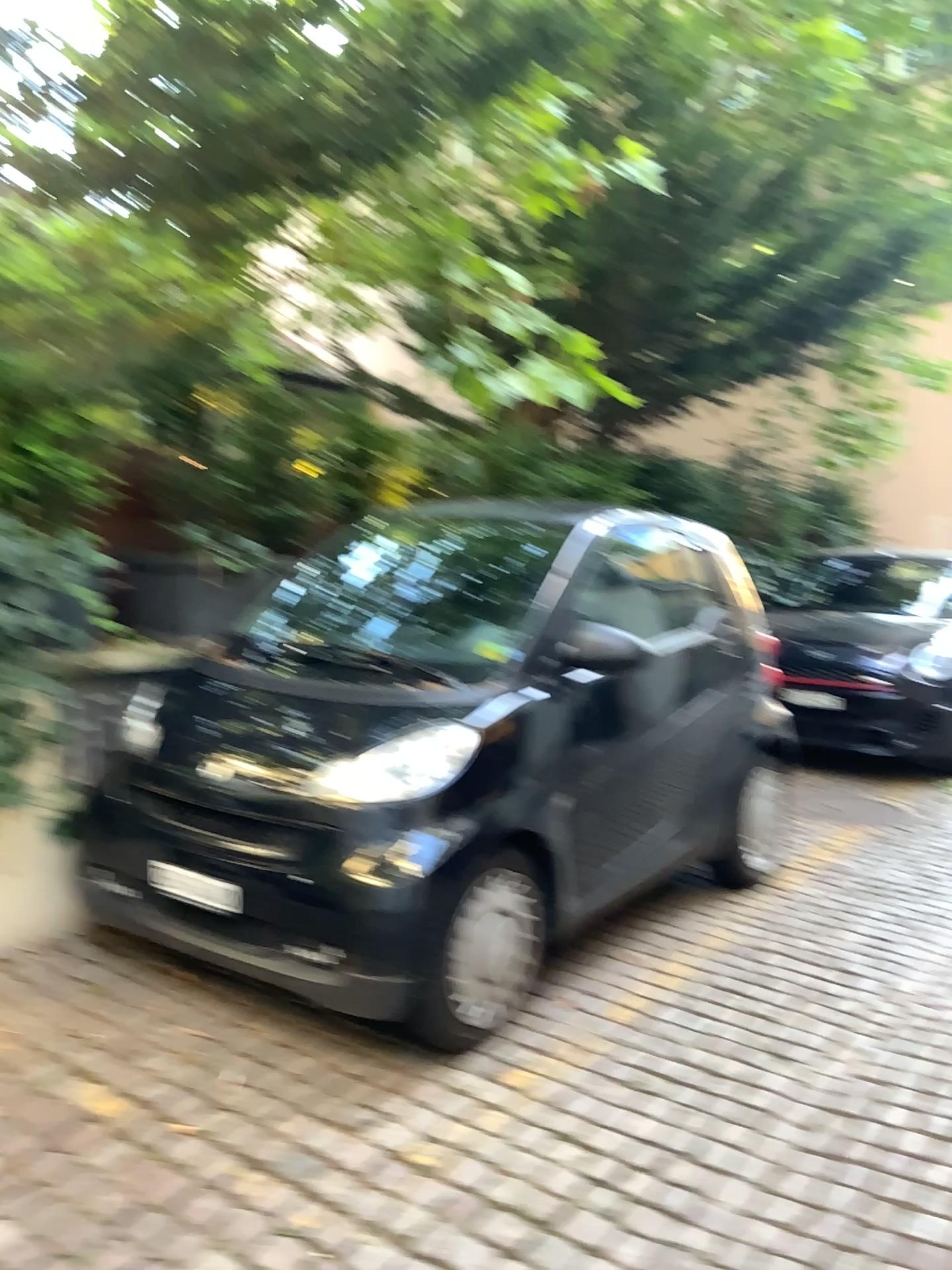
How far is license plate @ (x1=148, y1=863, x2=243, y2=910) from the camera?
2.77m

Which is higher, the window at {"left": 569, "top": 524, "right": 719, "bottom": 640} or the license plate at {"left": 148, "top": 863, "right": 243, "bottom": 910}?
the window at {"left": 569, "top": 524, "right": 719, "bottom": 640}

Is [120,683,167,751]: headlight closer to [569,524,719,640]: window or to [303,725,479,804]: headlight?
[303,725,479,804]: headlight

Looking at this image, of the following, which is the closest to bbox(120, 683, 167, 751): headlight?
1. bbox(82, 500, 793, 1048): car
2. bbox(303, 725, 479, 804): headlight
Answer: bbox(82, 500, 793, 1048): car

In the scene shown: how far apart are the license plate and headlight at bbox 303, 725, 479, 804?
0.35m

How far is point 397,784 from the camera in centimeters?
271cm

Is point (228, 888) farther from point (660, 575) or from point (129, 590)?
point (660, 575)

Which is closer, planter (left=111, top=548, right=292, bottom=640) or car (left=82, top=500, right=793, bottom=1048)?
car (left=82, top=500, right=793, bottom=1048)

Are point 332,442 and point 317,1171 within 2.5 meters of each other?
no

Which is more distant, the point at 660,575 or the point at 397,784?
the point at 660,575
